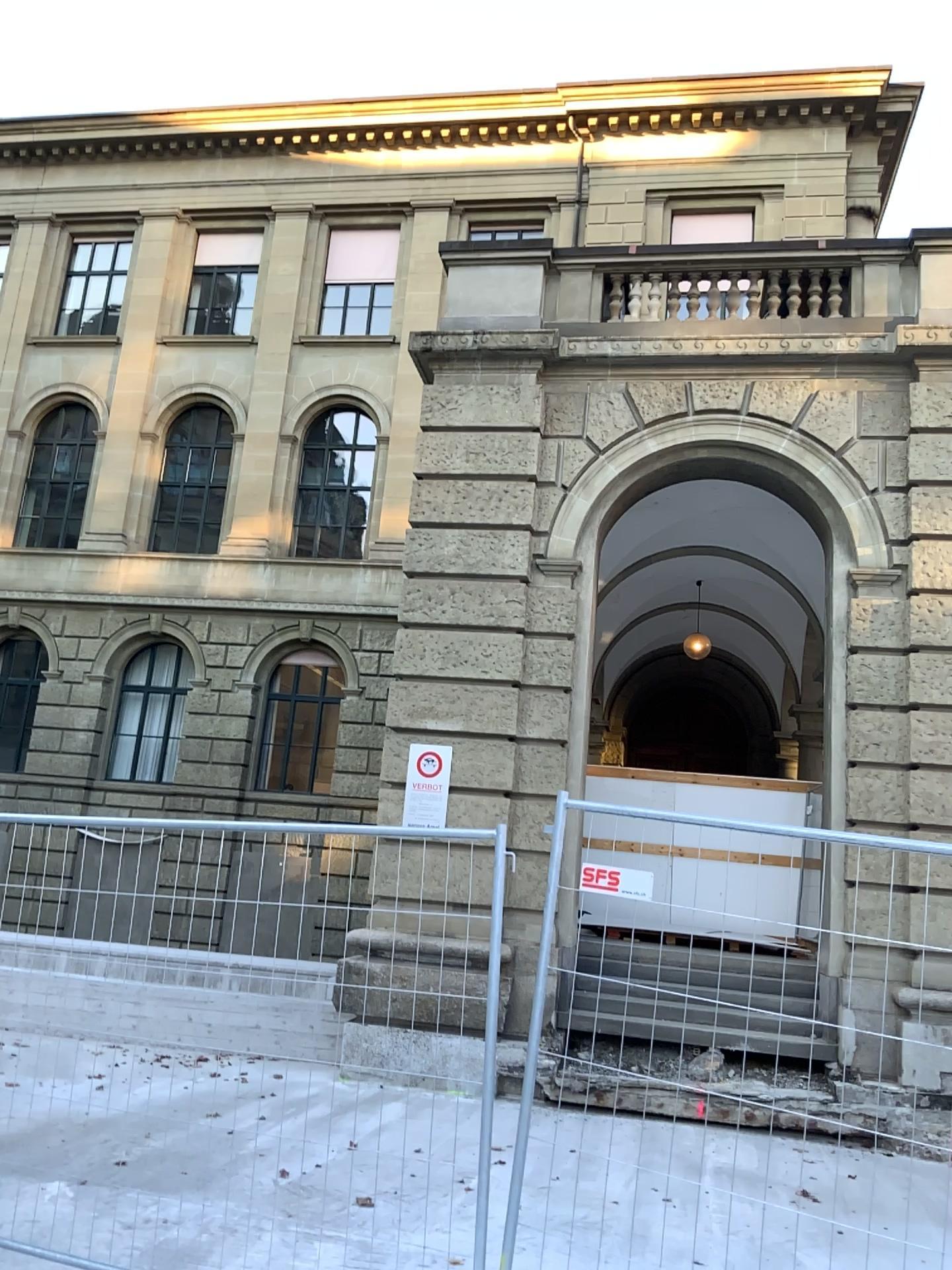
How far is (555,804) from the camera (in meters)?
3.95
